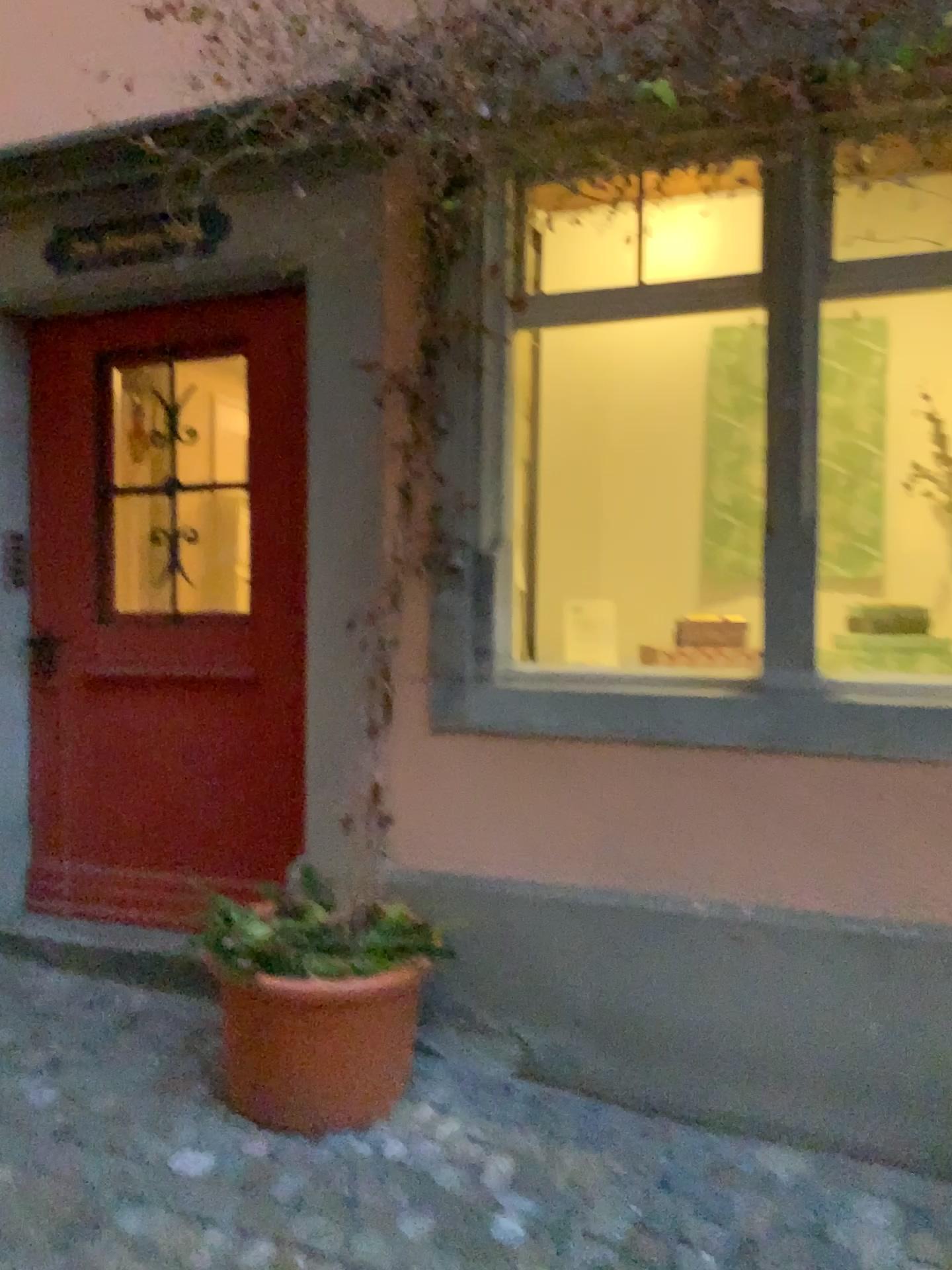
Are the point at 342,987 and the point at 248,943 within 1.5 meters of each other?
yes

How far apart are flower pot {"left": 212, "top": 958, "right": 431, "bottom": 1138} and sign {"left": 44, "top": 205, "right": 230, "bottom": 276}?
1.94m

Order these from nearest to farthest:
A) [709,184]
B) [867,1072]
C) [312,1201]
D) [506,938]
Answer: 1. [312,1201]
2. [867,1072]
3. [506,938]
4. [709,184]

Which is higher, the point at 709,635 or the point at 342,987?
the point at 709,635

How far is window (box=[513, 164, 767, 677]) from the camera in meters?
3.3

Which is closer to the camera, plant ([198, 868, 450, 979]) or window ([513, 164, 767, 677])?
plant ([198, 868, 450, 979])

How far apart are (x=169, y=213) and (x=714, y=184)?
1.6m

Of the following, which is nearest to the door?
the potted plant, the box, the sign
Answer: the sign

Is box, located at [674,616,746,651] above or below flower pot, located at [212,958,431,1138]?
above

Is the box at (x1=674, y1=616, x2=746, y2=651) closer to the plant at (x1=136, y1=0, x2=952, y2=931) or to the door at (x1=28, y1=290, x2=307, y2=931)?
the plant at (x1=136, y1=0, x2=952, y2=931)
